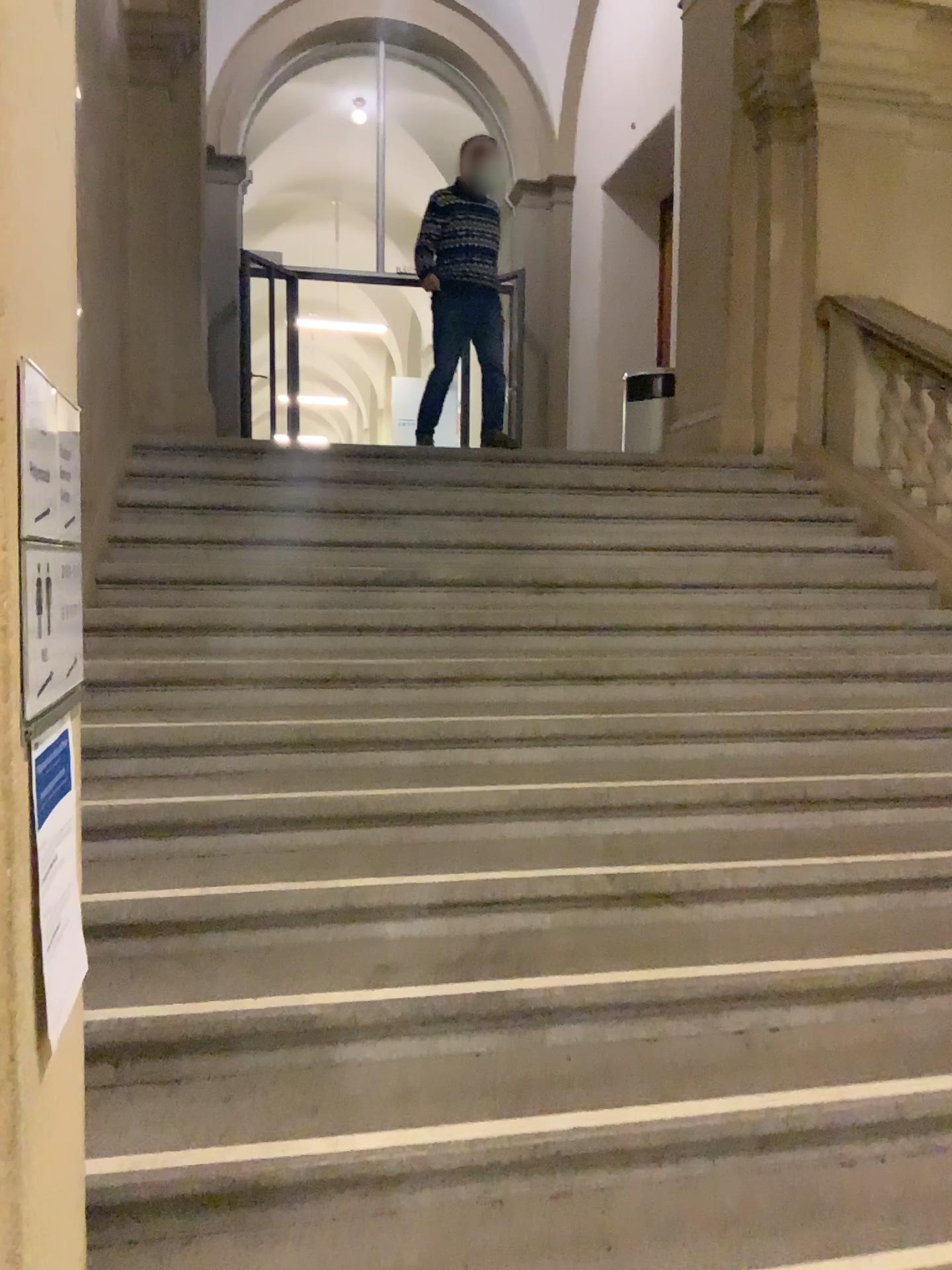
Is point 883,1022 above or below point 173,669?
below
